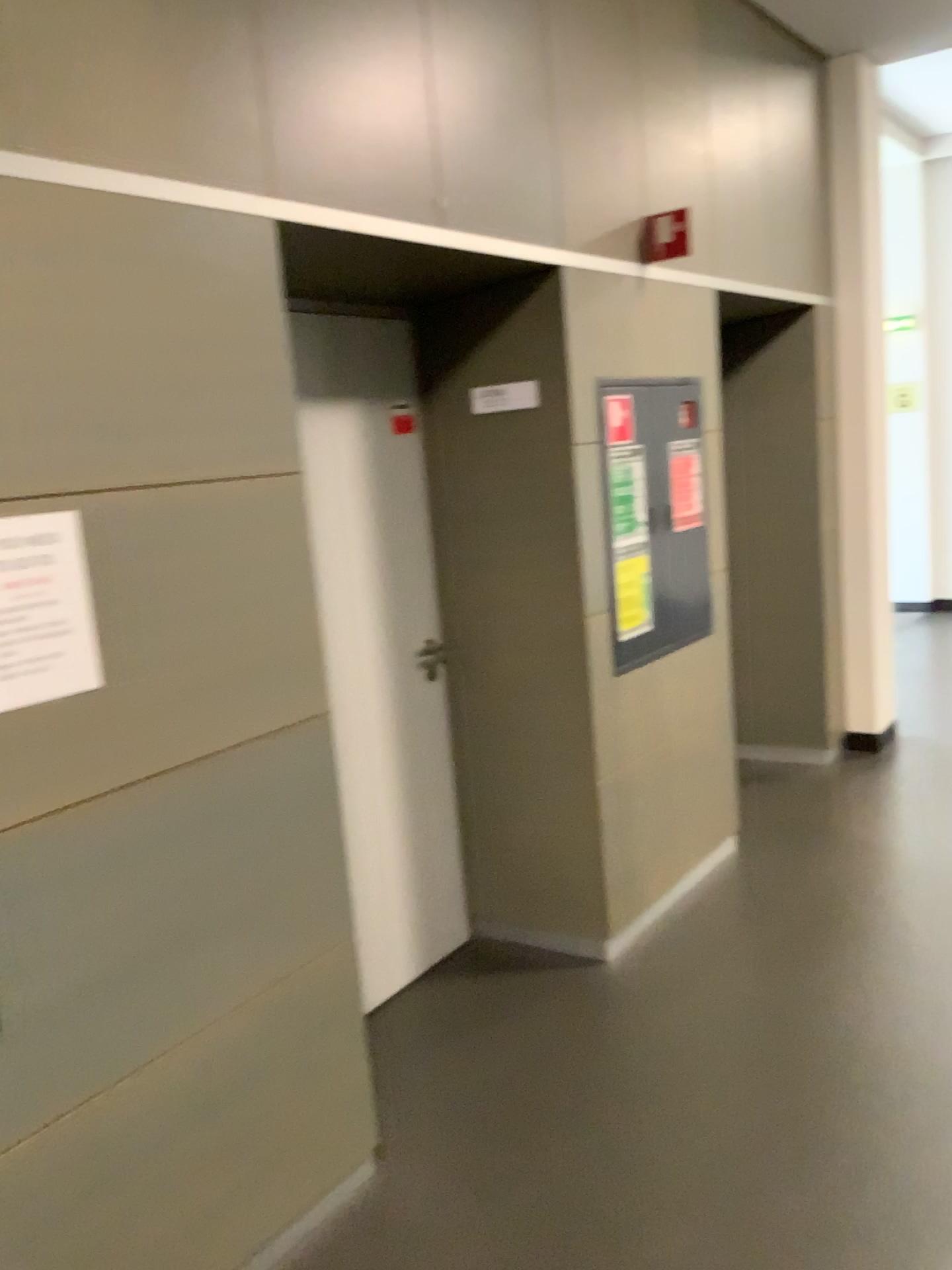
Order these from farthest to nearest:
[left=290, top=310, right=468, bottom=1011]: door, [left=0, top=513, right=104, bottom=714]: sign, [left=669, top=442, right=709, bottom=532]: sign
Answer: [left=669, top=442, right=709, bottom=532]: sign
[left=290, top=310, right=468, bottom=1011]: door
[left=0, top=513, right=104, bottom=714]: sign

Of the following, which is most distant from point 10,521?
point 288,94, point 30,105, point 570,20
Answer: point 570,20

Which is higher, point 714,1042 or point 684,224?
point 684,224

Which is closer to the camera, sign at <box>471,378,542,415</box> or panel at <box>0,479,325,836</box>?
panel at <box>0,479,325,836</box>

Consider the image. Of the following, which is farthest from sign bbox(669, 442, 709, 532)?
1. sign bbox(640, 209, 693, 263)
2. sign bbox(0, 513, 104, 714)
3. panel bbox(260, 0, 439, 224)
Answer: sign bbox(0, 513, 104, 714)

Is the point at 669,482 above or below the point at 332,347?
below

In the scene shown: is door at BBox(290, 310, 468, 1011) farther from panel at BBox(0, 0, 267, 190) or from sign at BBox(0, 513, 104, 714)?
sign at BBox(0, 513, 104, 714)

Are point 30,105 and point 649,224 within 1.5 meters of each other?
no

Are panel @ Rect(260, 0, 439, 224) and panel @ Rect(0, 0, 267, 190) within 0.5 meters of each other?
yes

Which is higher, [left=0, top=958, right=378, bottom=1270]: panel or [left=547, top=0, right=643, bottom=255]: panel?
[left=547, top=0, right=643, bottom=255]: panel
